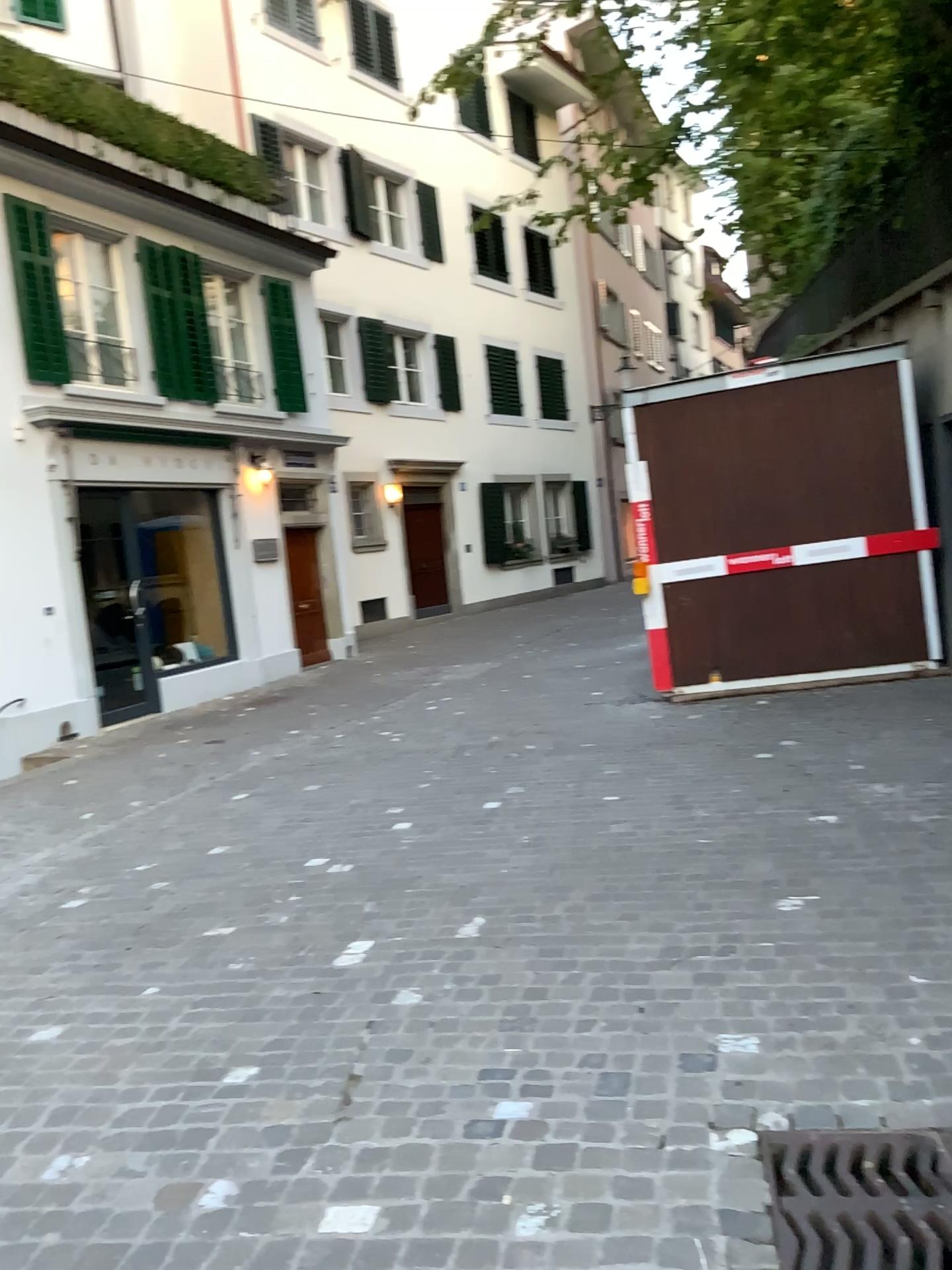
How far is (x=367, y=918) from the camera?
4.12m

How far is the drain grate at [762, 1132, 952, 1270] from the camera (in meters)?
2.24

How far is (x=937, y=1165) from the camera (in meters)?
2.24
